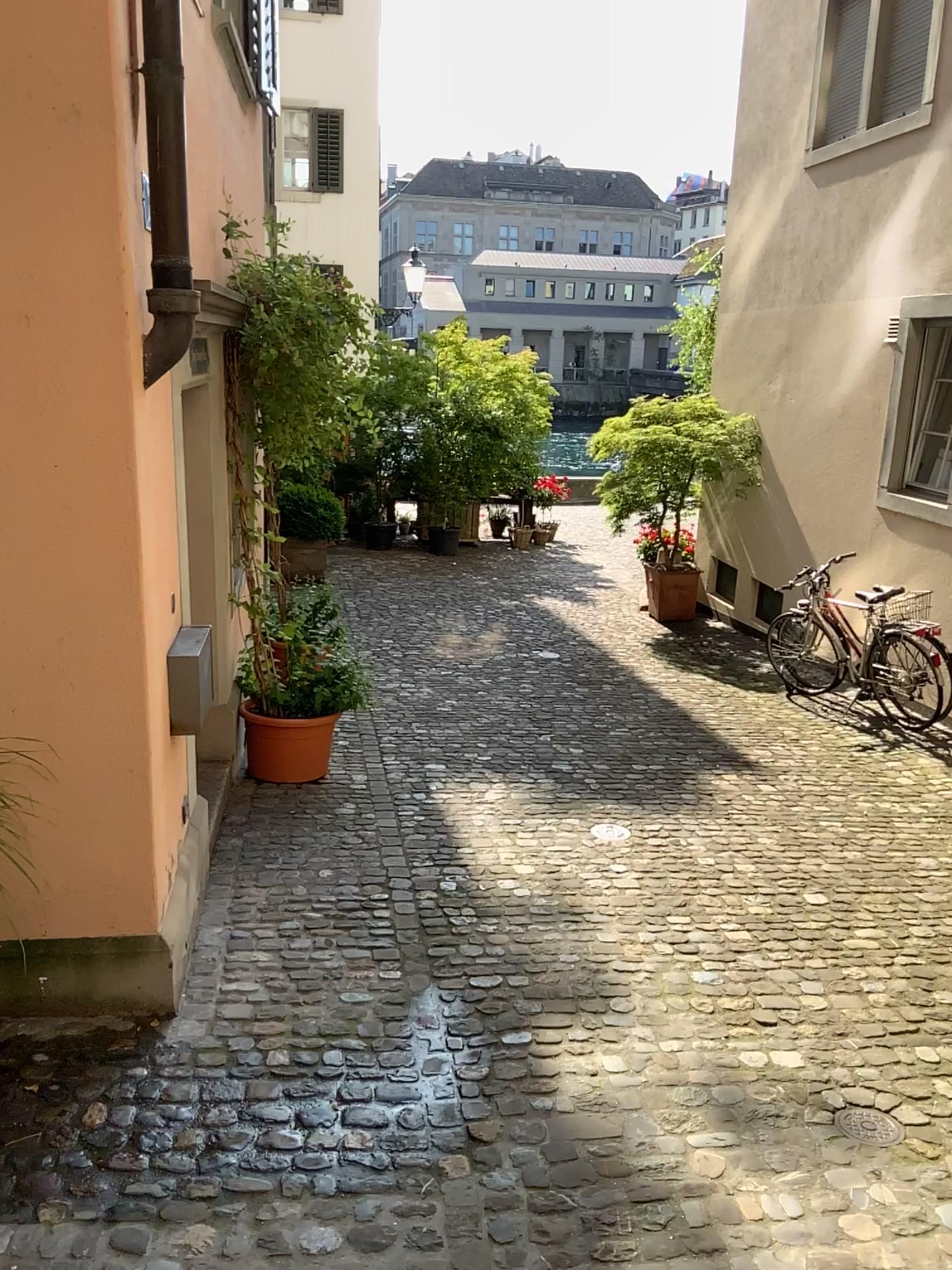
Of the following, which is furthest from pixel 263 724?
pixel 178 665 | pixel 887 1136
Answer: pixel 887 1136

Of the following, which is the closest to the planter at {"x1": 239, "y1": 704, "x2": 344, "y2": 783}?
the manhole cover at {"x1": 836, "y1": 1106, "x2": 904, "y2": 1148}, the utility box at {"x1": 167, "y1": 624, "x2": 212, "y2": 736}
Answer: the utility box at {"x1": 167, "y1": 624, "x2": 212, "y2": 736}

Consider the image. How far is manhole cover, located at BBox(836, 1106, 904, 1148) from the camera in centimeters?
293cm

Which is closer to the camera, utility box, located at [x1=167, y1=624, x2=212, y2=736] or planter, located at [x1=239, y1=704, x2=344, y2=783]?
utility box, located at [x1=167, y1=624, x2=212, y2=736]

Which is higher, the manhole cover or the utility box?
the utility box

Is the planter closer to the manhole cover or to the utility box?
the utility box

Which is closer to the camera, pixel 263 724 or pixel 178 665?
pixel 178 665

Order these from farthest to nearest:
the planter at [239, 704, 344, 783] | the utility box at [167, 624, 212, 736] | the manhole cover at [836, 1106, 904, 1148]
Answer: the planter at [239, 704, 344, 783] < the utility box at [167, 624, 212, 736] < the manhole cover at [836, 1106, 904, 1148]

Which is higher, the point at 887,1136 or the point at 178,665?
the point at 178,665

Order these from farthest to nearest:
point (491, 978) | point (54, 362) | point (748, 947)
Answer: point (748, 947) → point (491, 978) → point (54, 362)
